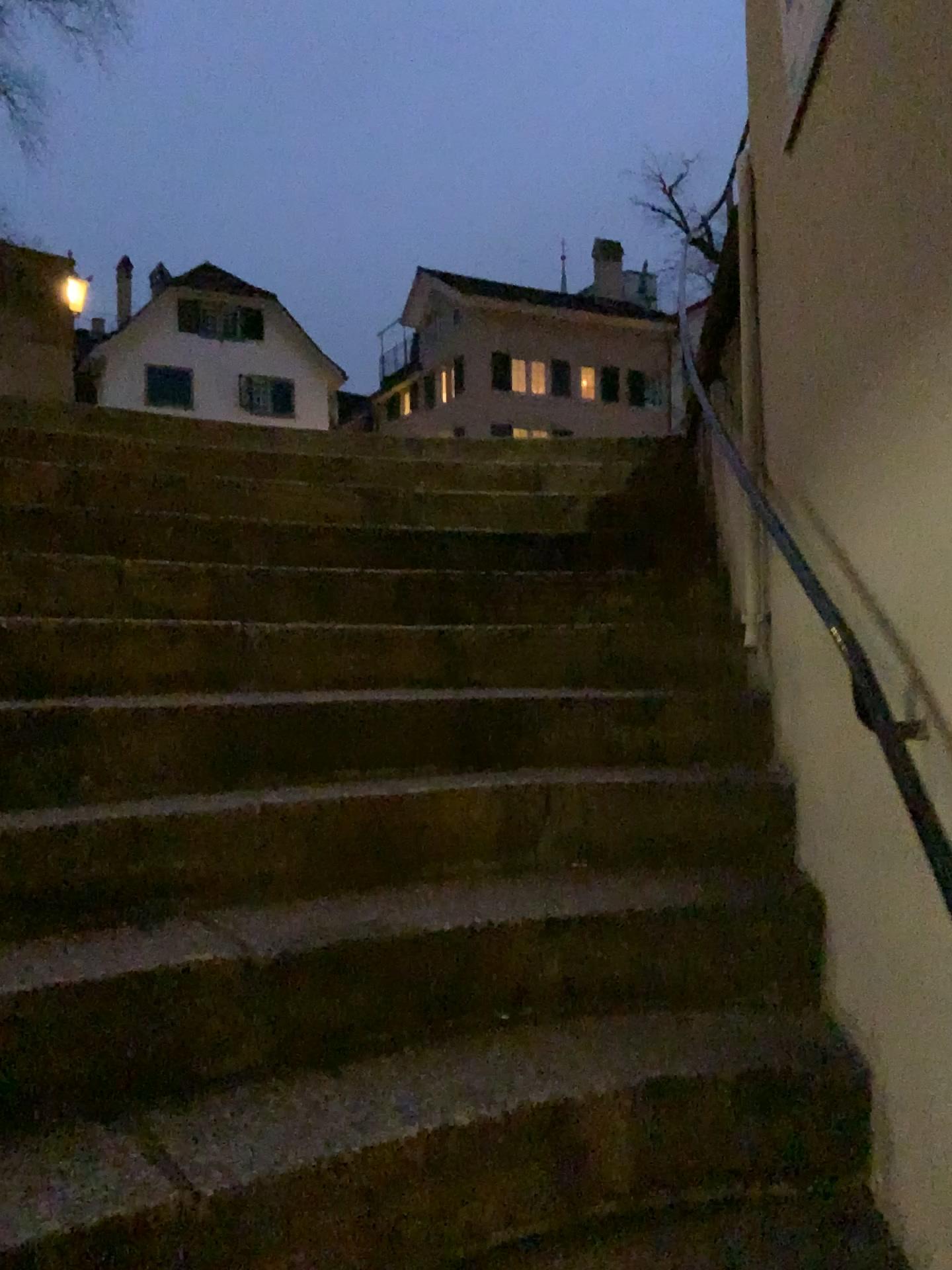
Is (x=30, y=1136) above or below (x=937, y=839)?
below

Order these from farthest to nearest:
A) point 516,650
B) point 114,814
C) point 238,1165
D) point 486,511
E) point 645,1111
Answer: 1. point 486,511
2. point 516,650
3. point 114,814
4. point 645,1111
5. point 238,1165
